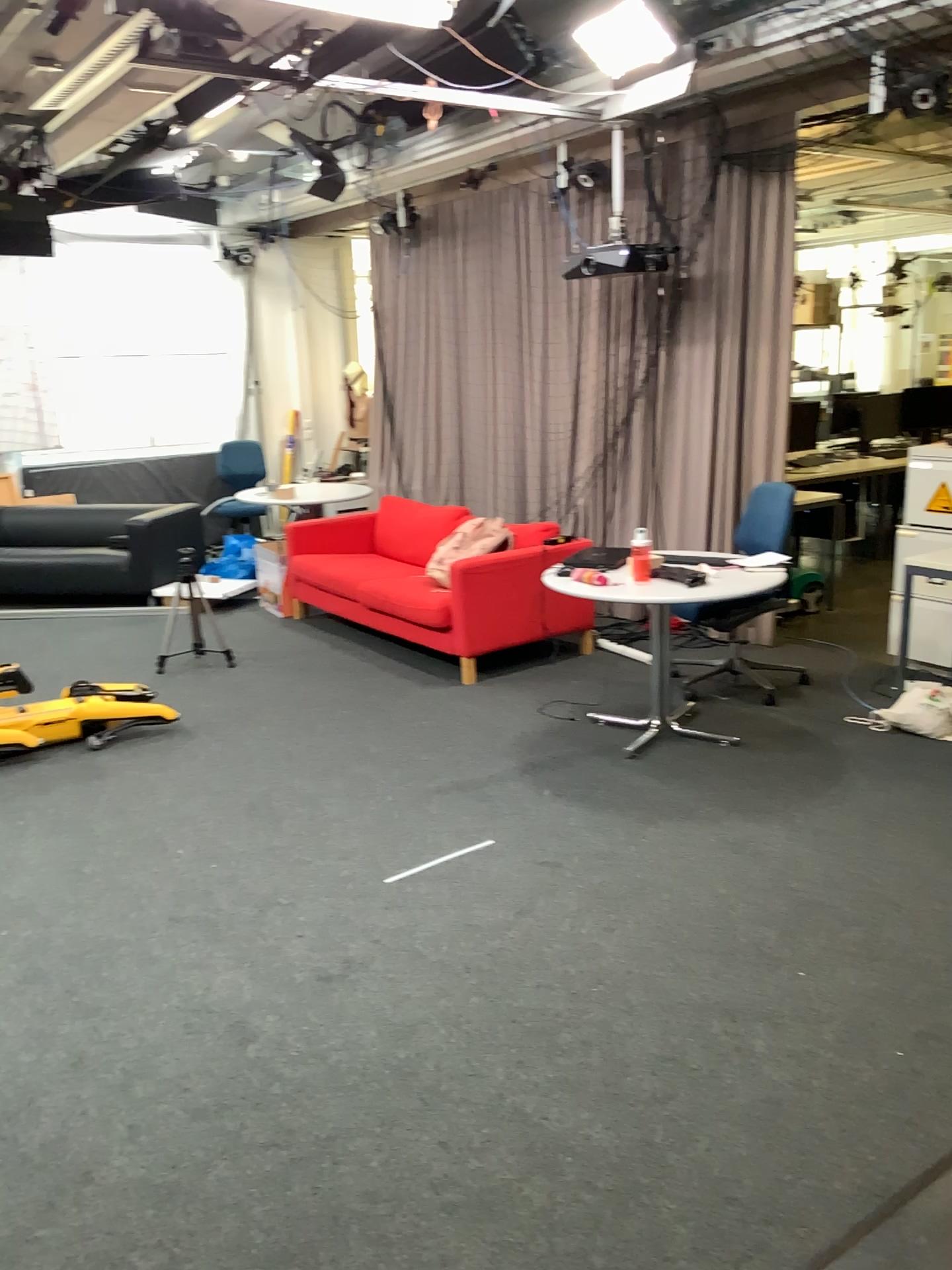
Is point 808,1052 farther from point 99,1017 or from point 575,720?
point 575,720
